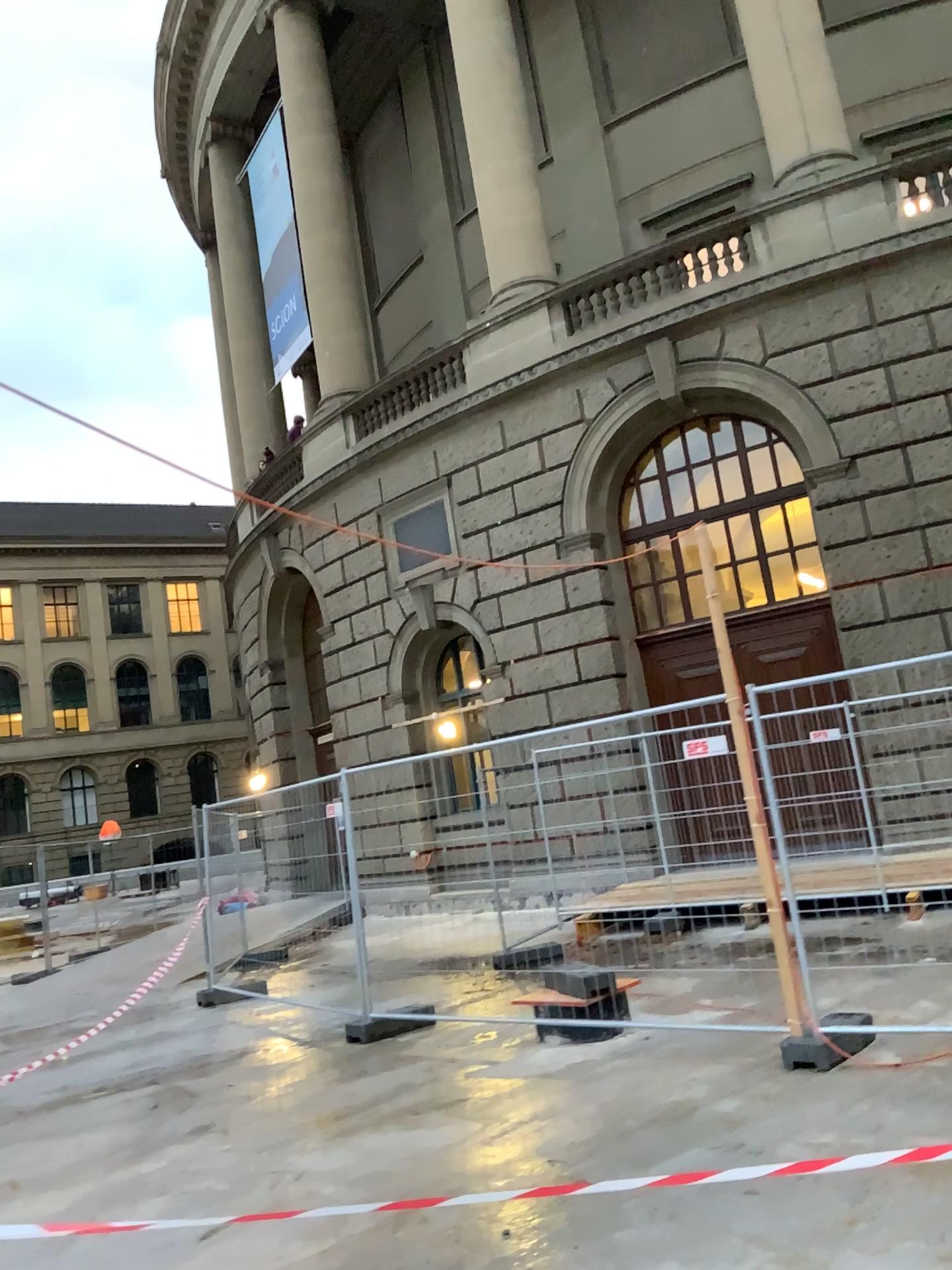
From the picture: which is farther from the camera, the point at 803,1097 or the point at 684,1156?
the point at 803,1097
